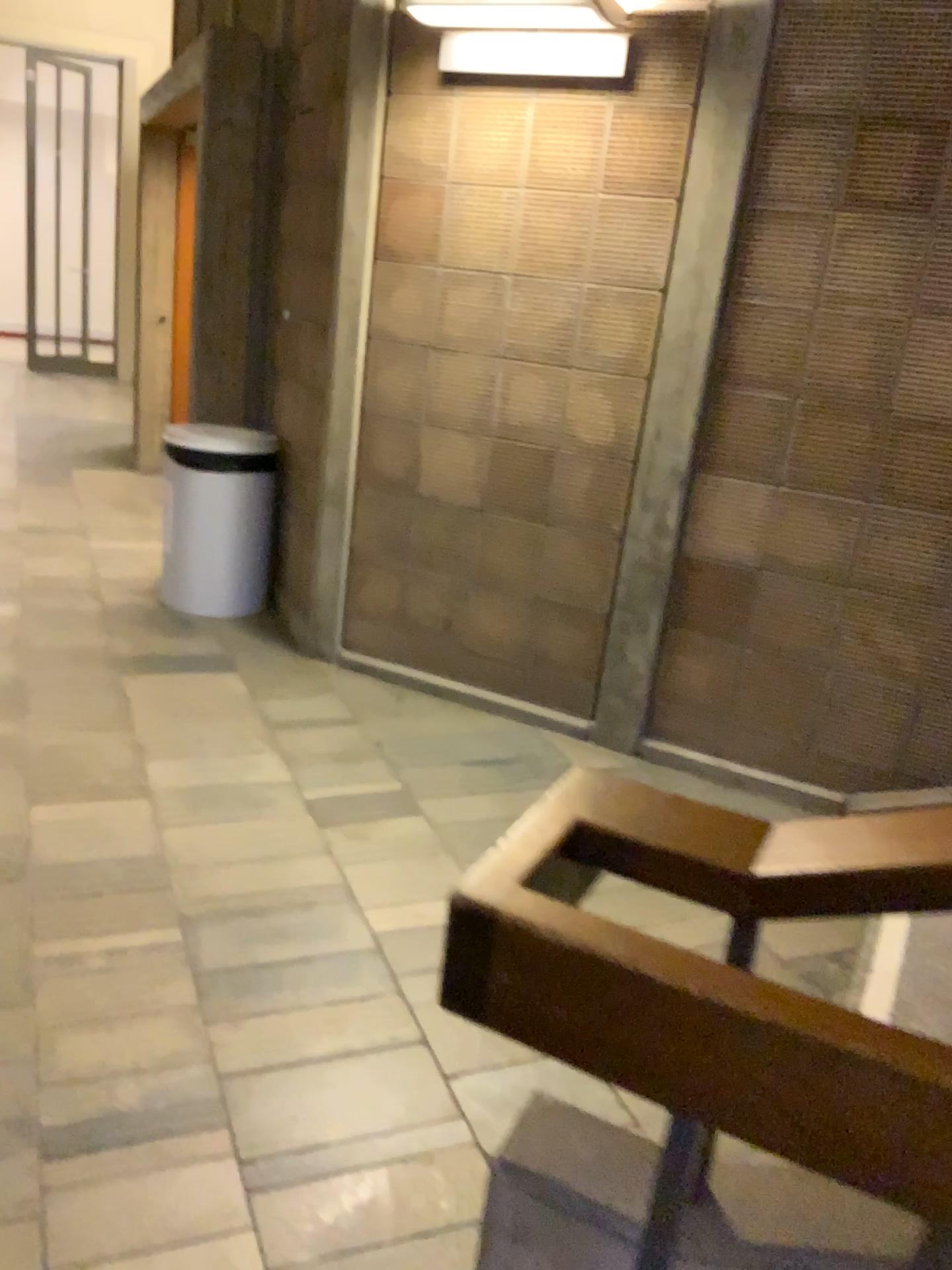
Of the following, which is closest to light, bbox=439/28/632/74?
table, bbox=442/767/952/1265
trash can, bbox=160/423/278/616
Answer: trash can, bbox=160/423/278/616

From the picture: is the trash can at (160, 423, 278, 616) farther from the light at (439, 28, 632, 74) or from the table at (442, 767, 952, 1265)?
the table at (442, 767, 952, 1265)

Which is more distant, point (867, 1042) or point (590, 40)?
point (590, 40)

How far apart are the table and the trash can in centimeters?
342cm

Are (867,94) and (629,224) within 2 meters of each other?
yes

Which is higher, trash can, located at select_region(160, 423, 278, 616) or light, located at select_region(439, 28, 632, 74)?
light, located at select_region(439, 28, 632, 74)

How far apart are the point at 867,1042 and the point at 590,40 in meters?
3.1 m

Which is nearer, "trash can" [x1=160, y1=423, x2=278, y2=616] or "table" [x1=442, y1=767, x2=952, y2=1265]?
"table" [x1=442, y1=767, x2=952, y2=1265]

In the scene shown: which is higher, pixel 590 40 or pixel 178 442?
pixel 590 40

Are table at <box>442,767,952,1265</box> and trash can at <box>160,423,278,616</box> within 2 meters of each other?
no
